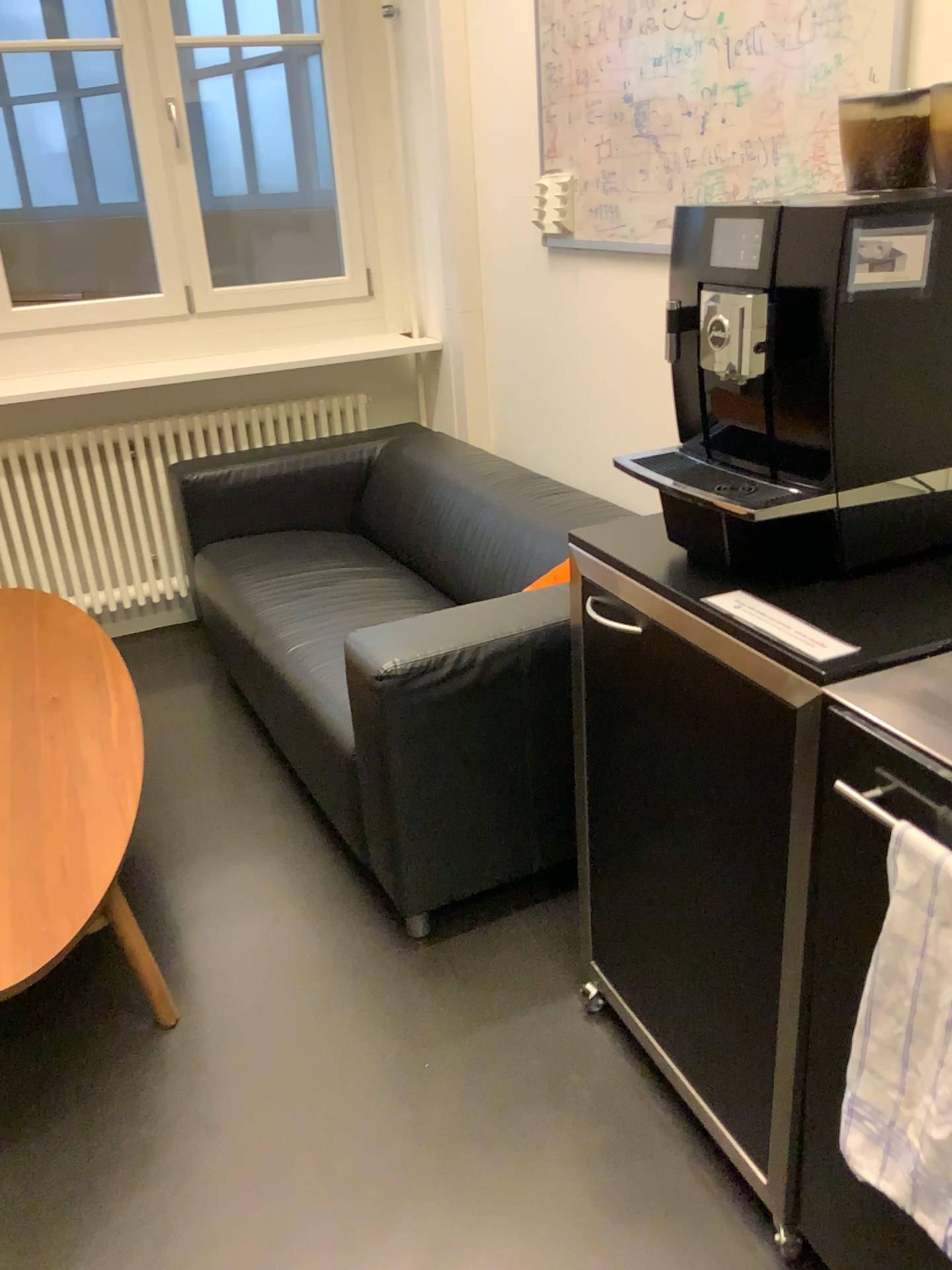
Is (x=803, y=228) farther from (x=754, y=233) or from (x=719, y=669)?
(x=719, y=669)

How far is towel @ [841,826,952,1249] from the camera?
0.96m

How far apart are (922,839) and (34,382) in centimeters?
301cm

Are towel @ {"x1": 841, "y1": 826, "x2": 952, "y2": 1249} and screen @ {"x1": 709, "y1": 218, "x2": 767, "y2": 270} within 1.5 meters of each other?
yes

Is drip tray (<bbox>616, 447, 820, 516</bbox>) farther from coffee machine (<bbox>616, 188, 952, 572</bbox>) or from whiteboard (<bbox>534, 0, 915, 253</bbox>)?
whiteboard (<bbox>534, 0, 915, 253</bbox>)

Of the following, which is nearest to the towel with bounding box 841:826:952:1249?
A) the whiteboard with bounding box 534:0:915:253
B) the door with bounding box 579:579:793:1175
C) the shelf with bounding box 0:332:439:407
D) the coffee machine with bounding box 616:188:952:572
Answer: the door with bounding box 579:579:793:1175

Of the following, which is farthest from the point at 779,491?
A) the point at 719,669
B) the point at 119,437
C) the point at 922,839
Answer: the point at 119,437

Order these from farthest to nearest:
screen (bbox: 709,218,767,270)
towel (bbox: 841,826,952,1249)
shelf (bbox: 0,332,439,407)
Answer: shelf (bbox: 0,332,439,407) < screen (bbox: 709,218,767,270) < towel (bbox: 841,826,952,1249)

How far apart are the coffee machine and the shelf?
2.10m

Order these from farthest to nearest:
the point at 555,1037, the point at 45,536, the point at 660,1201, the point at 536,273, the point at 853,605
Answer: the point at 45,536 < the point at 536,273 < the point at 555,1037 < the point at 660,1201 < the point at 853,605
